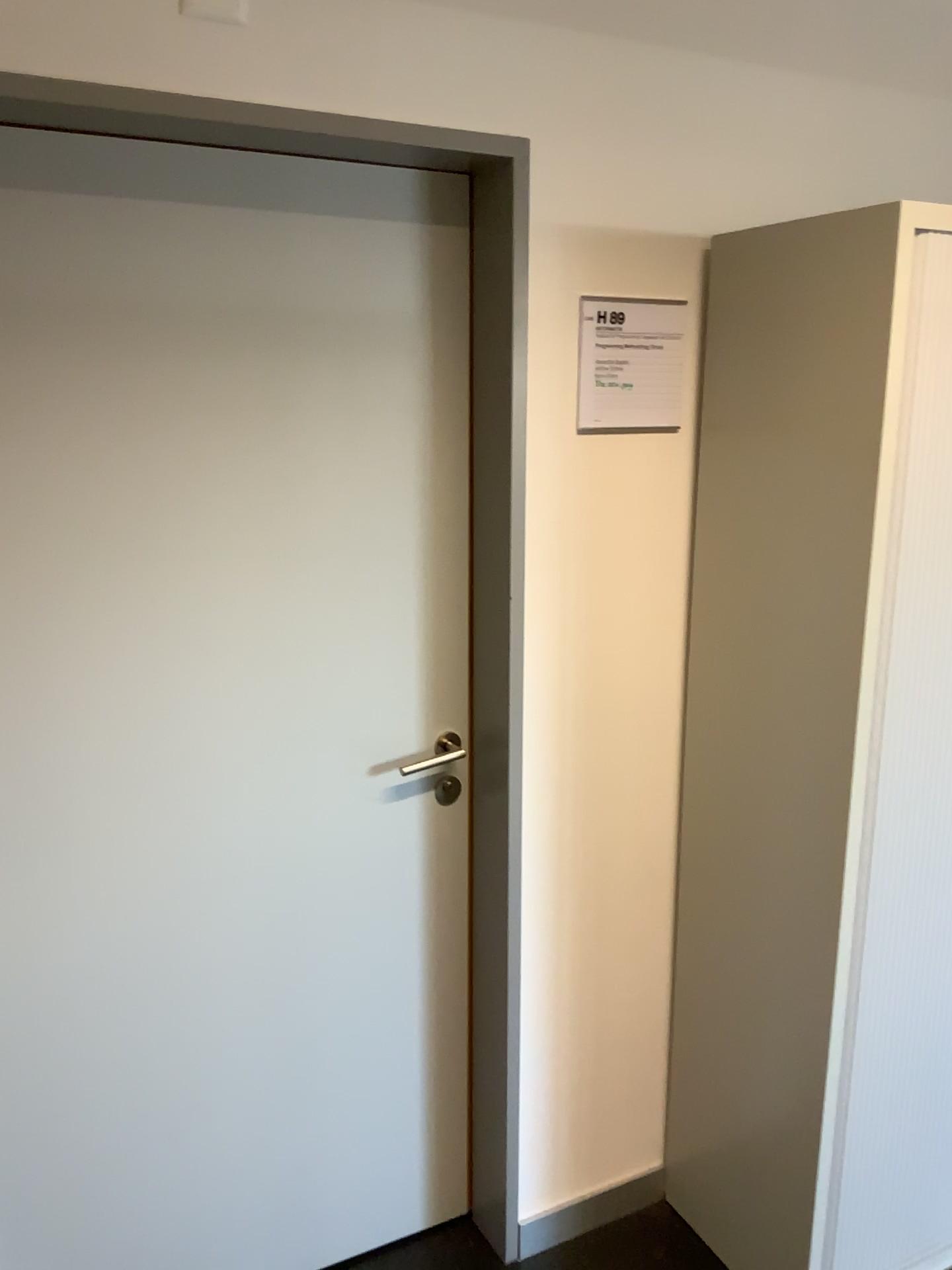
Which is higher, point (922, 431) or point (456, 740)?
point (922, 431)

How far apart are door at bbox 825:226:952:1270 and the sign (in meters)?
0.44

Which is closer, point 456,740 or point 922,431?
point 922,431

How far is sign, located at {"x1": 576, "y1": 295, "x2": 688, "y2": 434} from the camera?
1.8 meters

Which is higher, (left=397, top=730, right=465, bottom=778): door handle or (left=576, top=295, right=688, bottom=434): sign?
(left=576, top=295, right=688, bottom=434): sign

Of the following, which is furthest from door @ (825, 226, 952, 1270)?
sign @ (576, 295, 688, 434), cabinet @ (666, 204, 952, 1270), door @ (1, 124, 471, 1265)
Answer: door @ (1, 124, 471, 1265)

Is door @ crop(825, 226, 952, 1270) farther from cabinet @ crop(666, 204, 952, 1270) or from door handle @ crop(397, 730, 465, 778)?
door handle @ crop(397, 730, 465, 778)

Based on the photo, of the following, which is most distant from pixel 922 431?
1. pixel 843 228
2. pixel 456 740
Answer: pixel 456 740

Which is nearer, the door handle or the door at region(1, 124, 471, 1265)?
the door at region(1, 124, 471, 1265)

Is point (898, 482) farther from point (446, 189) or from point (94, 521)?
point (94, 521)
